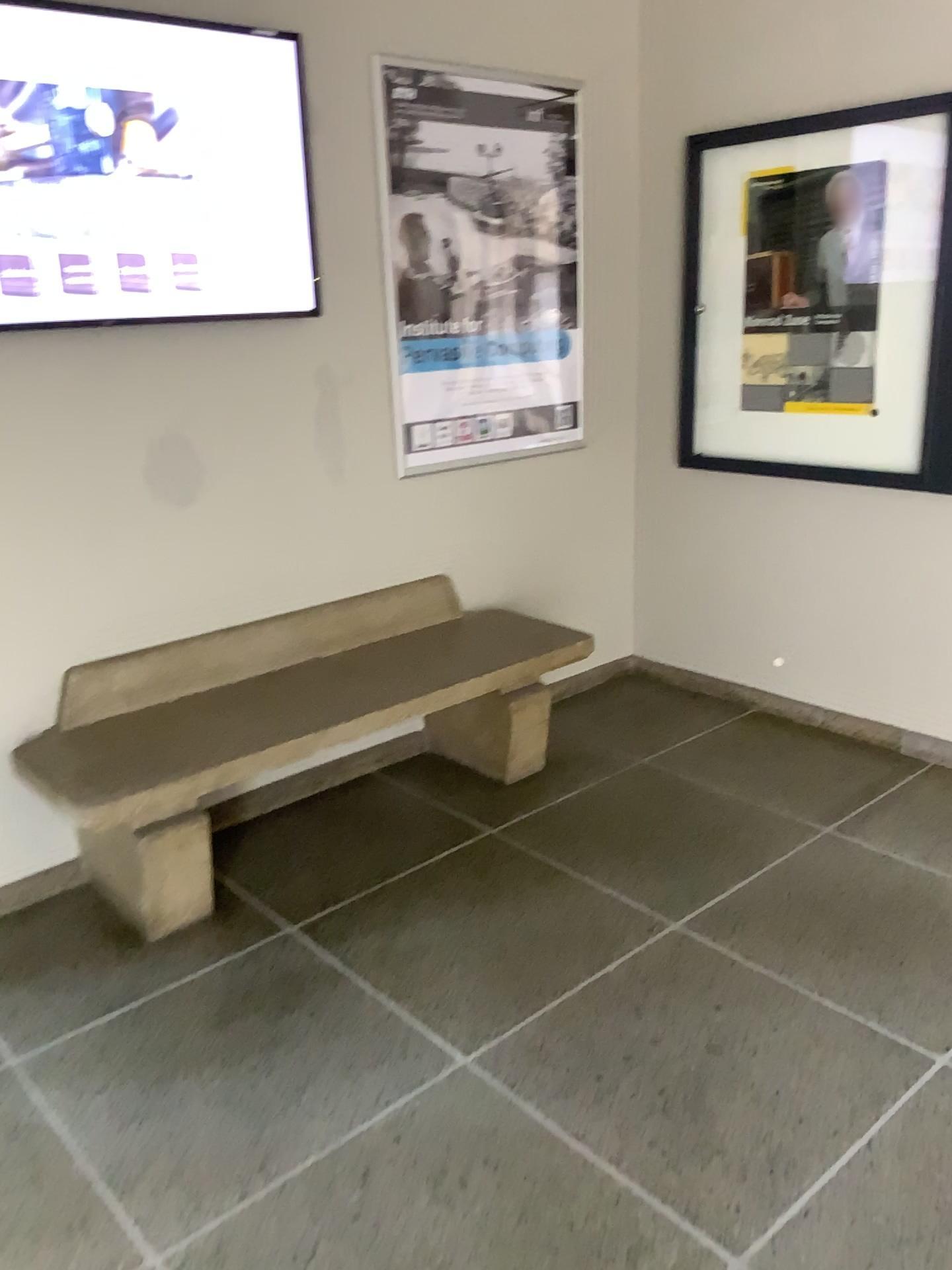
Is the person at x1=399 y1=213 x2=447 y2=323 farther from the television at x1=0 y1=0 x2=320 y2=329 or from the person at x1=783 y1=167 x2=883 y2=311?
the person at x1=783 y1=167 x2=883 y2=311

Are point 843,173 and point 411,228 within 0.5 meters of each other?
no

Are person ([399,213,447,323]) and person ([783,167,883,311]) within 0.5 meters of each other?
no

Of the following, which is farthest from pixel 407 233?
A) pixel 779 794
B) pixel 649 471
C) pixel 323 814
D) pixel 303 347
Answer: pixel 779 794

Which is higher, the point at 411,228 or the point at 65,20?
the point at 65,20

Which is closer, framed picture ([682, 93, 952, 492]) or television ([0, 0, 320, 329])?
television ([0, 0, 320, 329])

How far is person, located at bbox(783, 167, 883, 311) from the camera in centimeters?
326cm

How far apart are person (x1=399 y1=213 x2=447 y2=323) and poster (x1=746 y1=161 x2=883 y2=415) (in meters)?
1.08

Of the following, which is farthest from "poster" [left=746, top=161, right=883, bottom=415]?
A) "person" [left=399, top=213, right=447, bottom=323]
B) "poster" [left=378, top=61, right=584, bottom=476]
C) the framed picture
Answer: "person" [left=399, top=213, right=447, bottom=323]

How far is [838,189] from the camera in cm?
328
